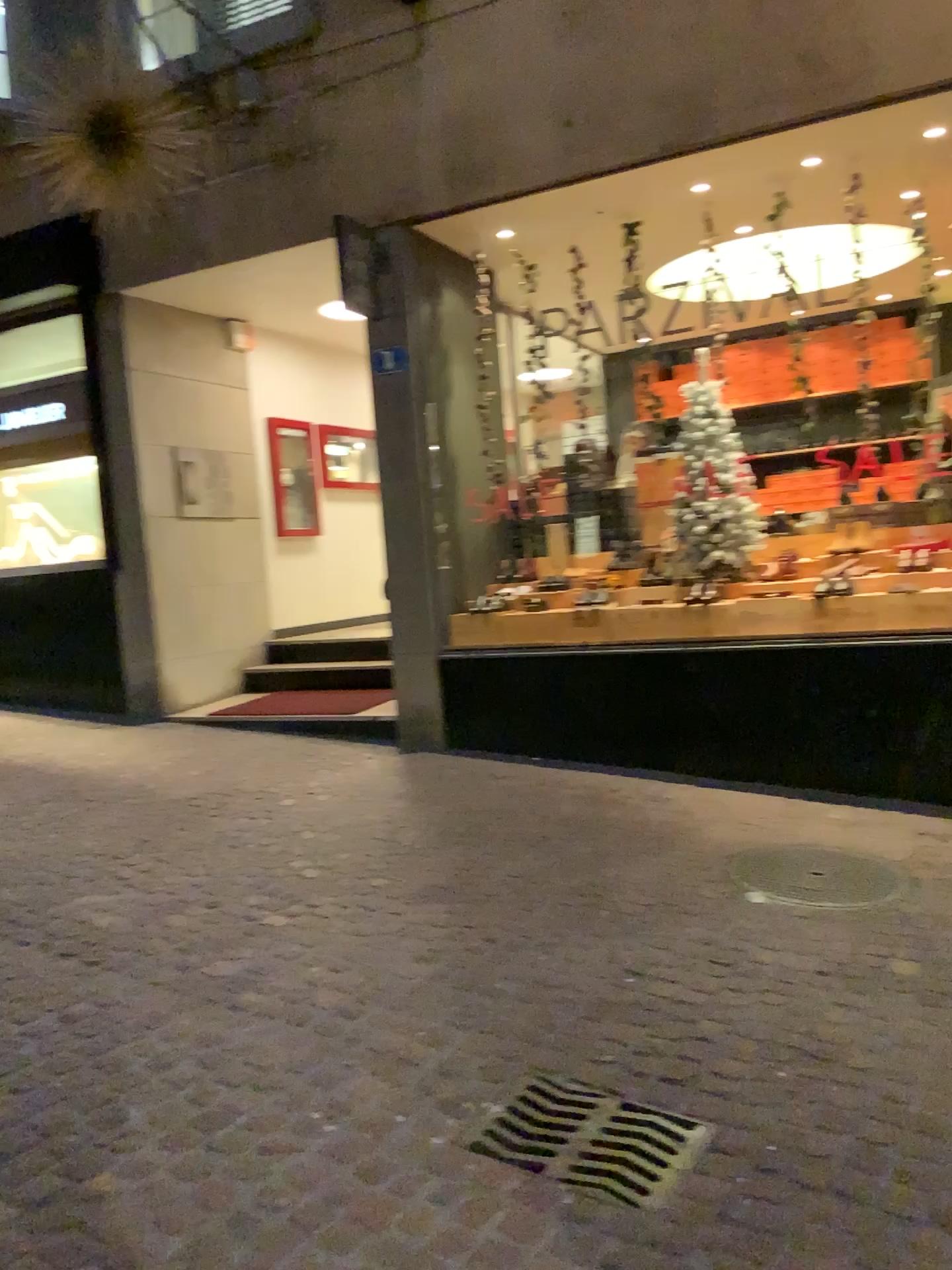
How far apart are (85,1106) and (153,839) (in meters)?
2.13

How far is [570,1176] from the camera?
2.33m

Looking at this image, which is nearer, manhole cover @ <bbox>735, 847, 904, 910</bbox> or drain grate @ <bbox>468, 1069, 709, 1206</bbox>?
drain grate @ <bbox>468, 1069, 709, 1206</bbox>

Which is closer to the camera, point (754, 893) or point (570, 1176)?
point (570, 1176)

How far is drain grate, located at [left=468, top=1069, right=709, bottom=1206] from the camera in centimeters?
233cm
